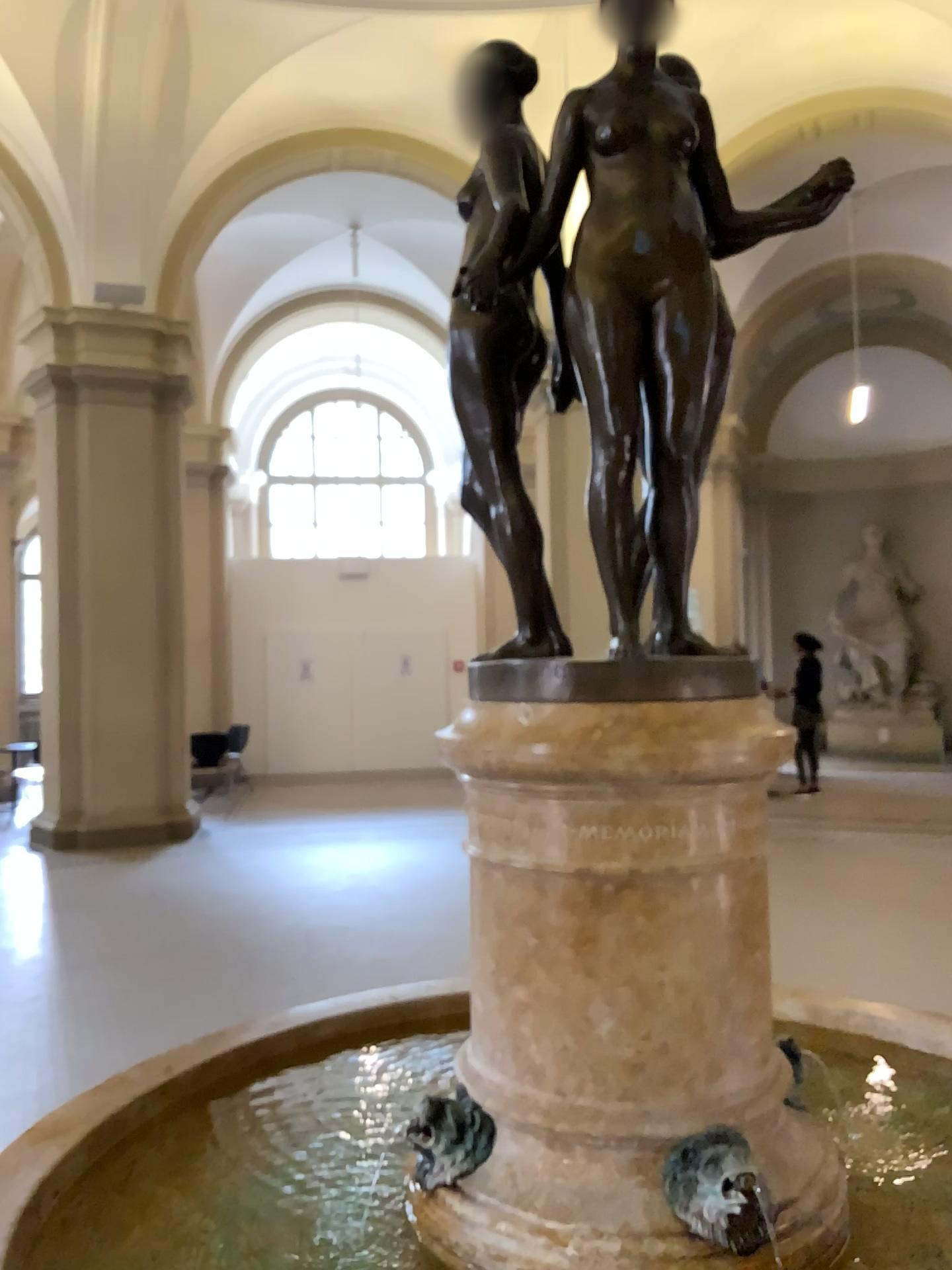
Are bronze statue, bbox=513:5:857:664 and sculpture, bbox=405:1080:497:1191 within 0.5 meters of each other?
no

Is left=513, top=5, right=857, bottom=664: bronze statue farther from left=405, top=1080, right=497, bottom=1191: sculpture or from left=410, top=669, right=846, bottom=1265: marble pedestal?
left=405, top=1080, right=497, bottom=1191: sculpture

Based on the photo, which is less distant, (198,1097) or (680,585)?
(680,585)

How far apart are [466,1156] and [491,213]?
1.3m

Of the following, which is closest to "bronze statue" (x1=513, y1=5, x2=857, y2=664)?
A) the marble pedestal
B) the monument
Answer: the monument

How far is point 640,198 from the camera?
1.4 meters

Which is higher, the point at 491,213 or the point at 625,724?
the point at 491,213

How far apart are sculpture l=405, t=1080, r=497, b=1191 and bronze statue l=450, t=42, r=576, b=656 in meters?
0.7 m

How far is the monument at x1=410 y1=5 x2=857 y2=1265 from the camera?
1.4m

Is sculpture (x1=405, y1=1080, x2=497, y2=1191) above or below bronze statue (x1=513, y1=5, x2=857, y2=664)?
below
